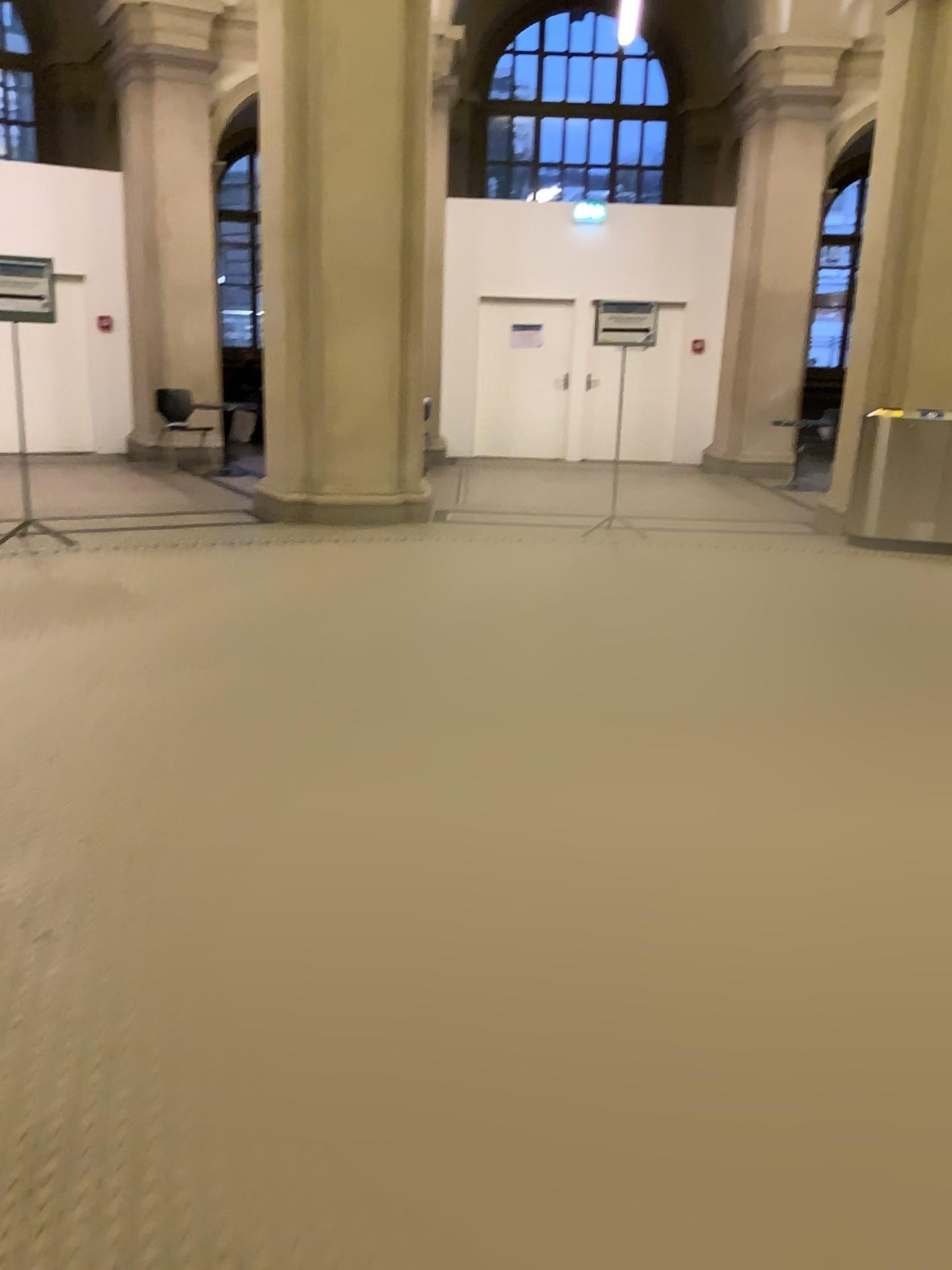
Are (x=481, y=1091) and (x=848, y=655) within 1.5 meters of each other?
no
